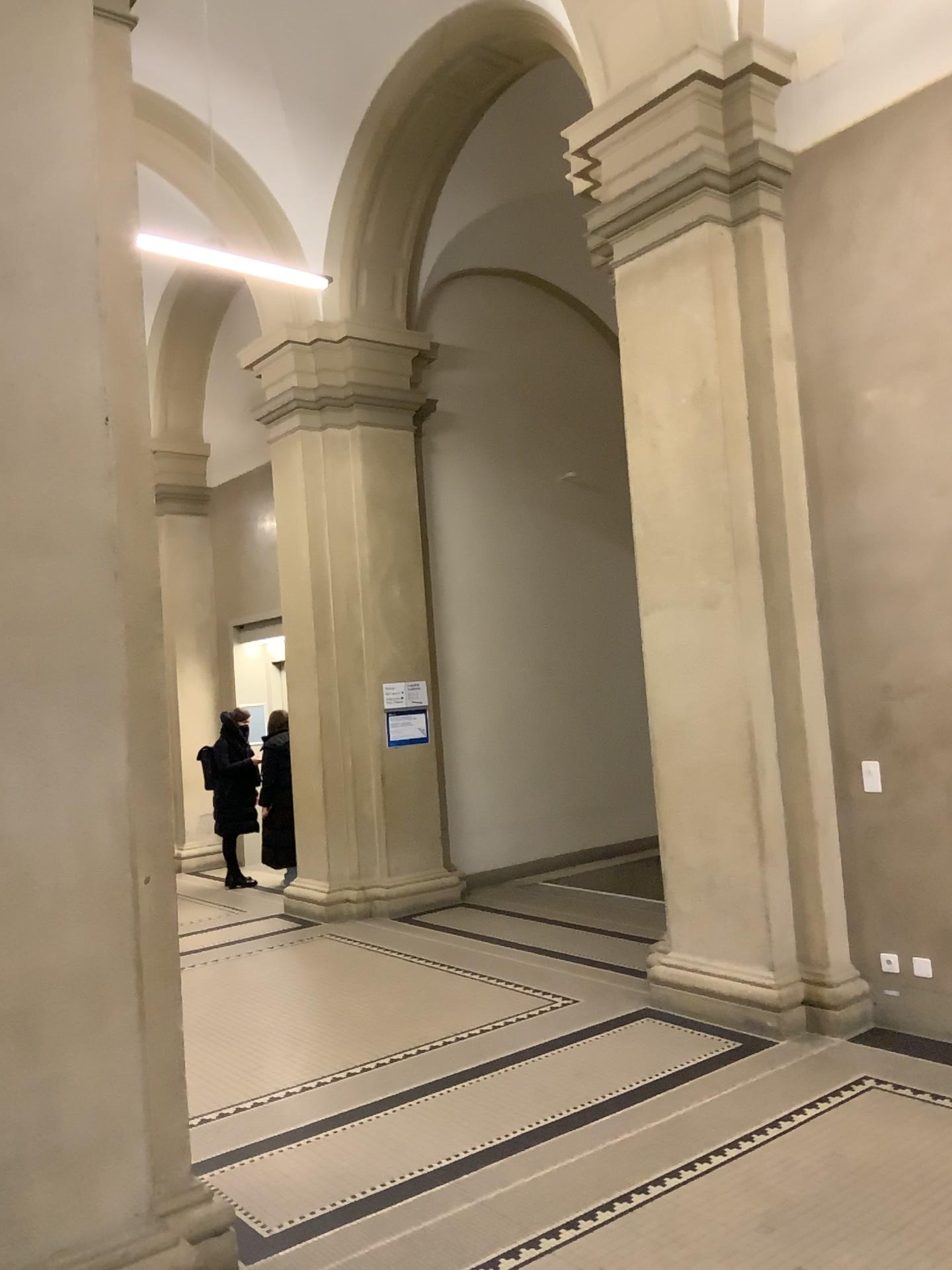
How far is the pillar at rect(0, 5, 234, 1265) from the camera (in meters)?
2.82

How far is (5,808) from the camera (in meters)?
2.82

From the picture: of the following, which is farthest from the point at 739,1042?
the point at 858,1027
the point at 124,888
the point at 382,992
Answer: the point at 124,888
